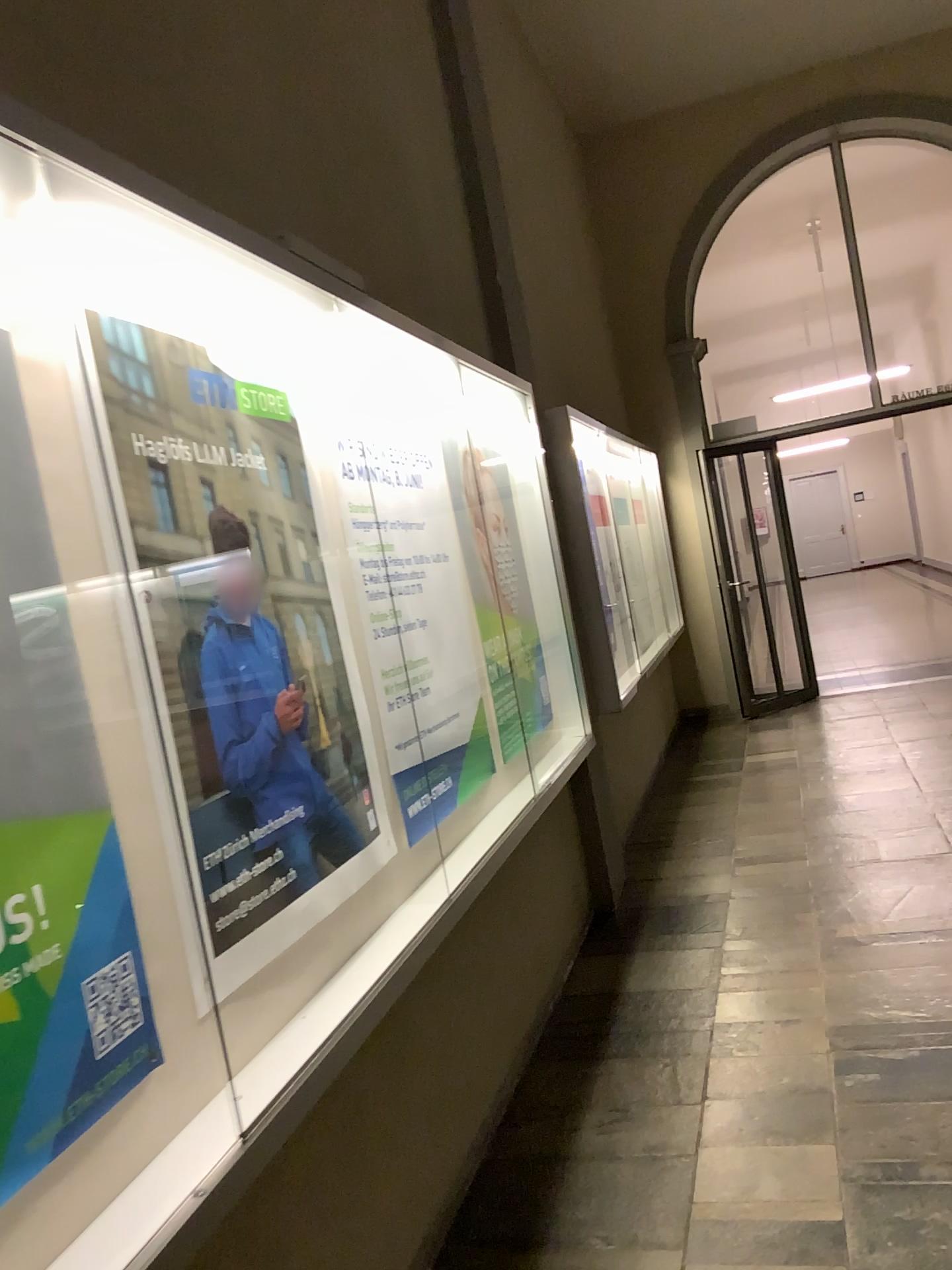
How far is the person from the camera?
1.9m

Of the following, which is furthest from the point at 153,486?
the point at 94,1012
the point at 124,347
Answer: the point at 94,1012

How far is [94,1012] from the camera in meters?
1.4 m

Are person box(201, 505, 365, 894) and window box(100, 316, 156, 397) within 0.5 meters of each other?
yes

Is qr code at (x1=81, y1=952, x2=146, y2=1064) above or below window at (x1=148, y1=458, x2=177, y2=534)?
below

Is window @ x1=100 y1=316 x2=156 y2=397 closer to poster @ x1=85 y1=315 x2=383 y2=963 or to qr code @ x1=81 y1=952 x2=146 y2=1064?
poster @ x1=85 y1=315 x2=383 y2=963

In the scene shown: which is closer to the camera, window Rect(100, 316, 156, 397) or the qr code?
the qr code

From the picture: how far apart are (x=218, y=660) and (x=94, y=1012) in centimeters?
66cm

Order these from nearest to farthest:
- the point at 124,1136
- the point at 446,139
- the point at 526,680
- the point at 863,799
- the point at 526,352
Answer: the point at 124,1136, the point at 526,680, the point at 446,139, the point at 526,352, the point at 863,799

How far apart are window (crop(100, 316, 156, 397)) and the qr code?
0.9m
